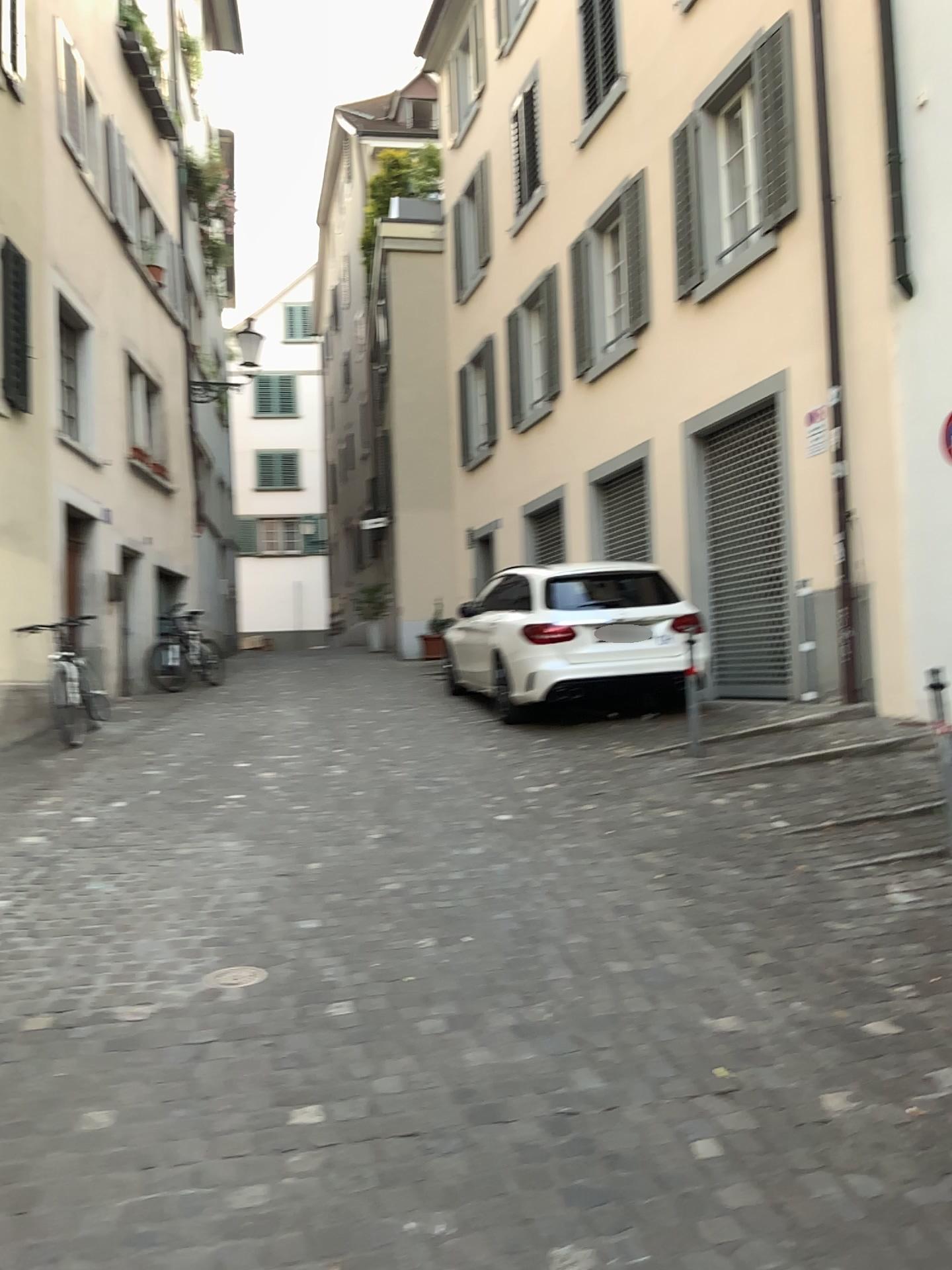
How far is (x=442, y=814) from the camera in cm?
573
